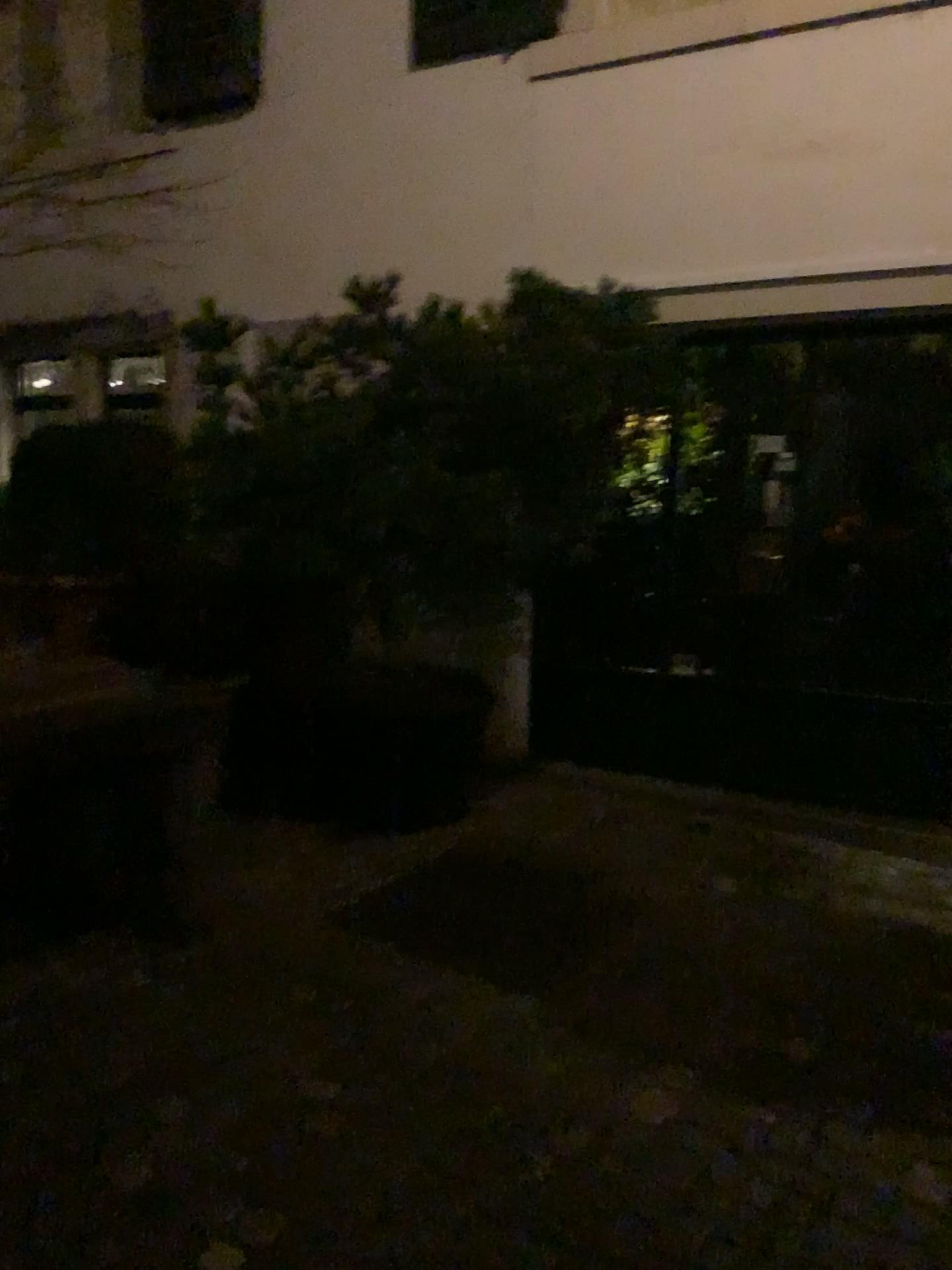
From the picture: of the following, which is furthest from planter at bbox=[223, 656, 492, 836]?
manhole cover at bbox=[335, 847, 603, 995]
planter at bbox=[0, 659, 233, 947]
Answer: planter at bbox=[0, 659, 233, 947]

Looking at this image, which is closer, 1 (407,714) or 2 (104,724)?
2 (104,724)

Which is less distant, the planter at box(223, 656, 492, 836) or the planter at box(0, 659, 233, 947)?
the planter at box(0, 659, 233, 947)

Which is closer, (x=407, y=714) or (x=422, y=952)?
(x=422, y=952)

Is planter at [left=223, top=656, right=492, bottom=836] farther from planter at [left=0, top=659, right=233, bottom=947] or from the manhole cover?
planter at [left=0, top=659, right=233, bottom=947]

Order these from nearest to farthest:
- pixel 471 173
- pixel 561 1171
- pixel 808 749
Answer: pixel 561 1171
pixel 808 749
pixel 471 173

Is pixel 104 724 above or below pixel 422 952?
above

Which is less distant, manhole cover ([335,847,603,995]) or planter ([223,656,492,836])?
manhole cover ([335,847,603,995])
